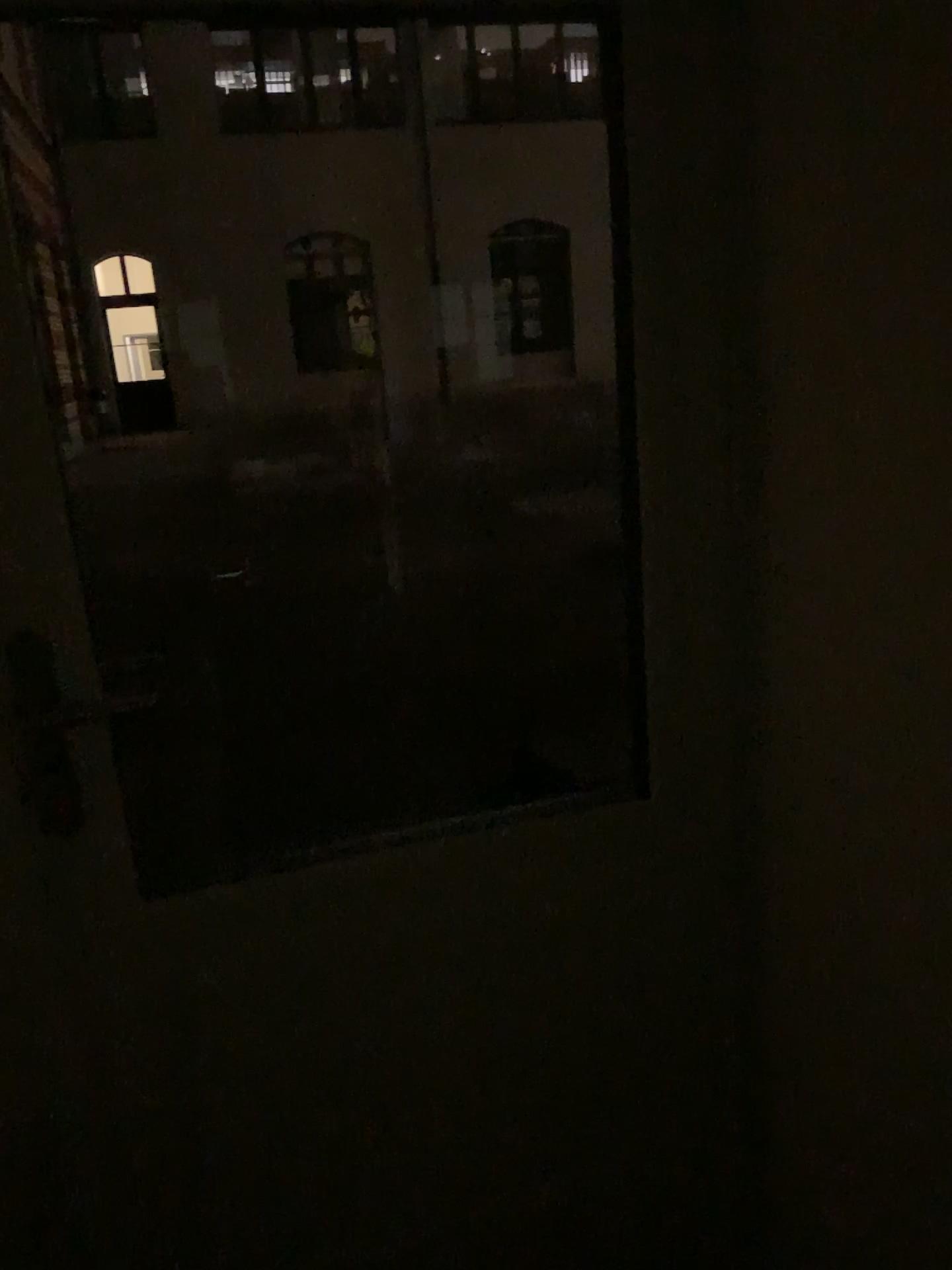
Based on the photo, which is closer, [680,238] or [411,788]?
[680,238]
